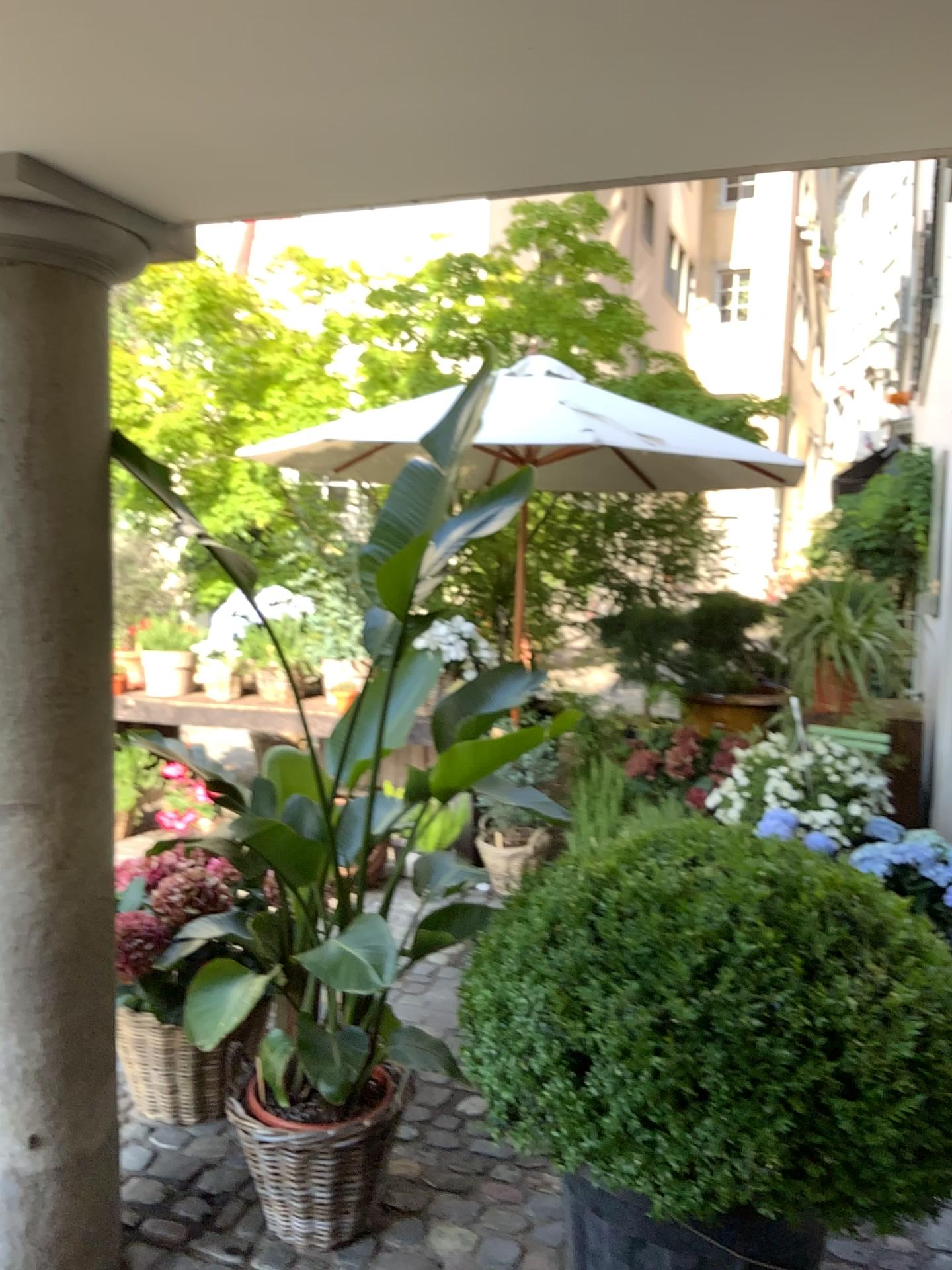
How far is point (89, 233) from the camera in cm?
198

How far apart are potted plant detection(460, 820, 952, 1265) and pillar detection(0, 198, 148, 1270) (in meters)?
0.74

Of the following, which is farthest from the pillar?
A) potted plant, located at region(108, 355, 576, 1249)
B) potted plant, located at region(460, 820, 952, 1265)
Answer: potted plant, located at region(460, 820, 952, 1265)

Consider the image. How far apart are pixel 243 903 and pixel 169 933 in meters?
0.3

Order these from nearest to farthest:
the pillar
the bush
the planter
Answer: the bush < the pillar < the planter

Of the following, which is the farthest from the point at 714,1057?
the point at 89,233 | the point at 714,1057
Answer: the point at 89,233

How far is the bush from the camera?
1.6 meters

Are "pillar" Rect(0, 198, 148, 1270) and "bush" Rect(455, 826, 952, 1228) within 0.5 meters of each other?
no

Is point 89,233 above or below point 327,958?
above

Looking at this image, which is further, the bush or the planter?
the planter
